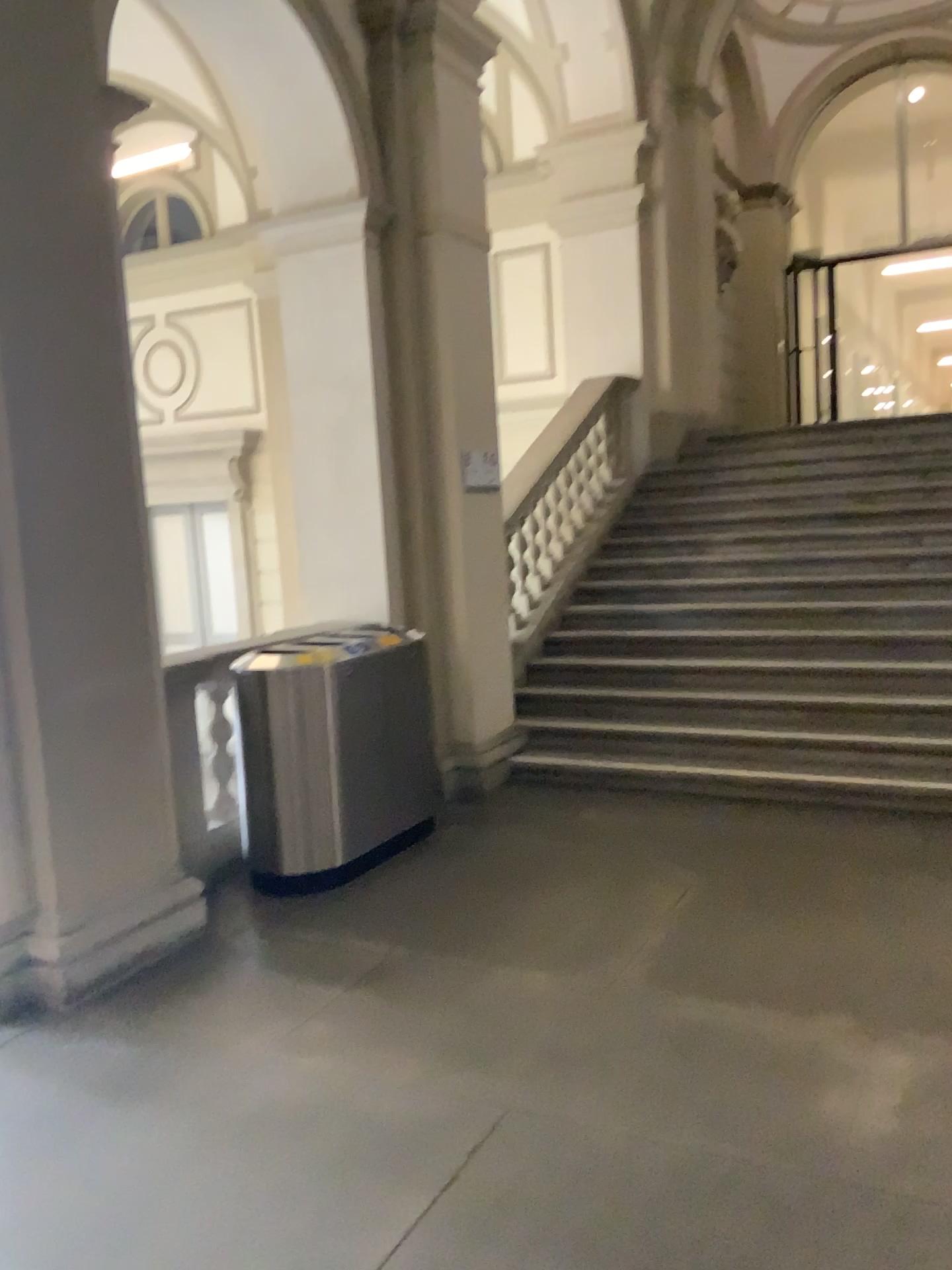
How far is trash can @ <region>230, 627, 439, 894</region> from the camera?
4.40m

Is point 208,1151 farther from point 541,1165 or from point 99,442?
point 99,442

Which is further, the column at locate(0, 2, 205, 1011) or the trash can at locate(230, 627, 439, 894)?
the trash can at locate(230, 627, 439, 894)

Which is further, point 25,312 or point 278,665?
point 278,665

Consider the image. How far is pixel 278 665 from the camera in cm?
440

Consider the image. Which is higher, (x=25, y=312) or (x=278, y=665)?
(x=25, y=312)
